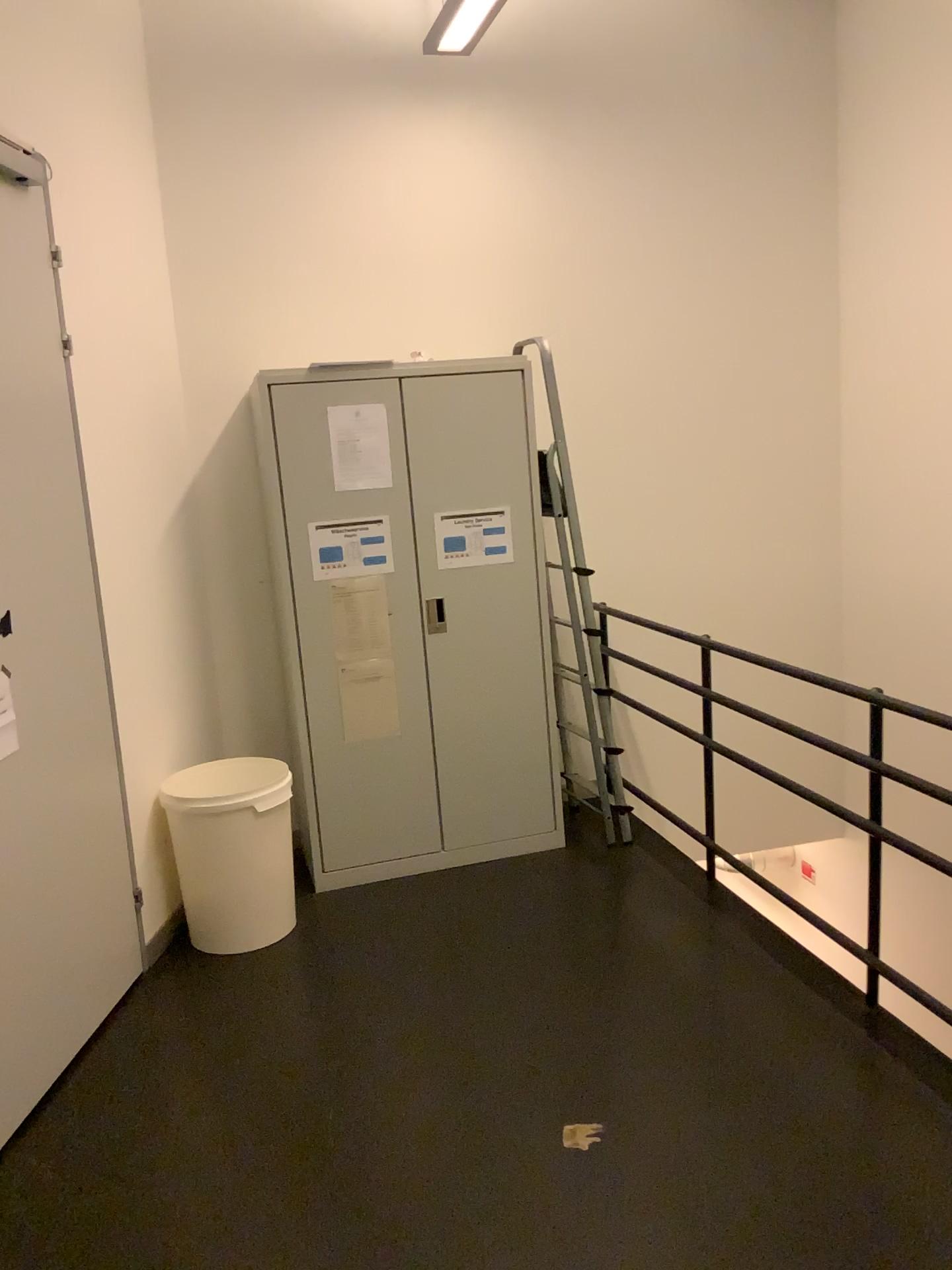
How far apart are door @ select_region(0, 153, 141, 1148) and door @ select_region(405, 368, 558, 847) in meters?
1.2 m

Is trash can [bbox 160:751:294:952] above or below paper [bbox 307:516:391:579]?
below

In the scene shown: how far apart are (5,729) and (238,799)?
1.0m

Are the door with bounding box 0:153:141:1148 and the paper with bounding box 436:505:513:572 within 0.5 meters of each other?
no

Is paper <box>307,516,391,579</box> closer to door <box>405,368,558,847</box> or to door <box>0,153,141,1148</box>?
door <box>405,368,558,847</box>

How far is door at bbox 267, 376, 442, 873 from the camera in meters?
3.7 m

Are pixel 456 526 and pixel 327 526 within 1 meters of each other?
yes

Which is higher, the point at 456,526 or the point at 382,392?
the point at 382,392

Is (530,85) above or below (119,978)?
above

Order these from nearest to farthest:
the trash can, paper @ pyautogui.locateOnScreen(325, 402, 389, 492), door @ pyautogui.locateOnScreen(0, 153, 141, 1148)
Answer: door @ pyautogui.locateOnScreen(0, 153, 141, 1148)
the trash can
paper @ pyautogui.locateOnScreen(325, 402, 389, 492)
